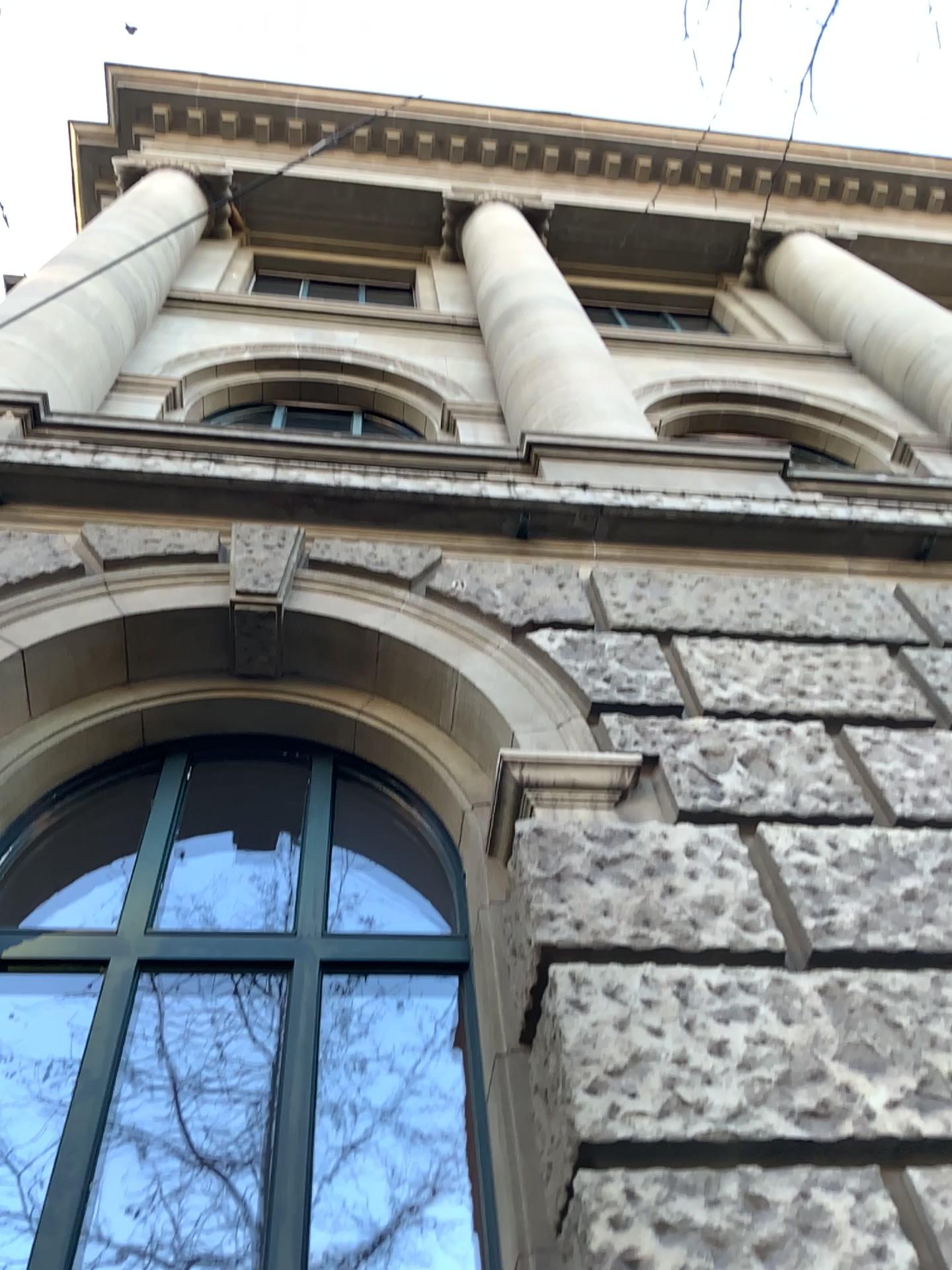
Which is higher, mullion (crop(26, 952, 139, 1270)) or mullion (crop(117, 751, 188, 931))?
mullion (crop(117, 751, 188, 931))

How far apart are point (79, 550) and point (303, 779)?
1.2m

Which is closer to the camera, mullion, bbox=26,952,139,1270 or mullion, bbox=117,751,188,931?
mullion, bbox=26,952,139,1270

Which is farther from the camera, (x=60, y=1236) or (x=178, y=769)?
(x=178, y=769)

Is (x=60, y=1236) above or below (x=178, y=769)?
below
